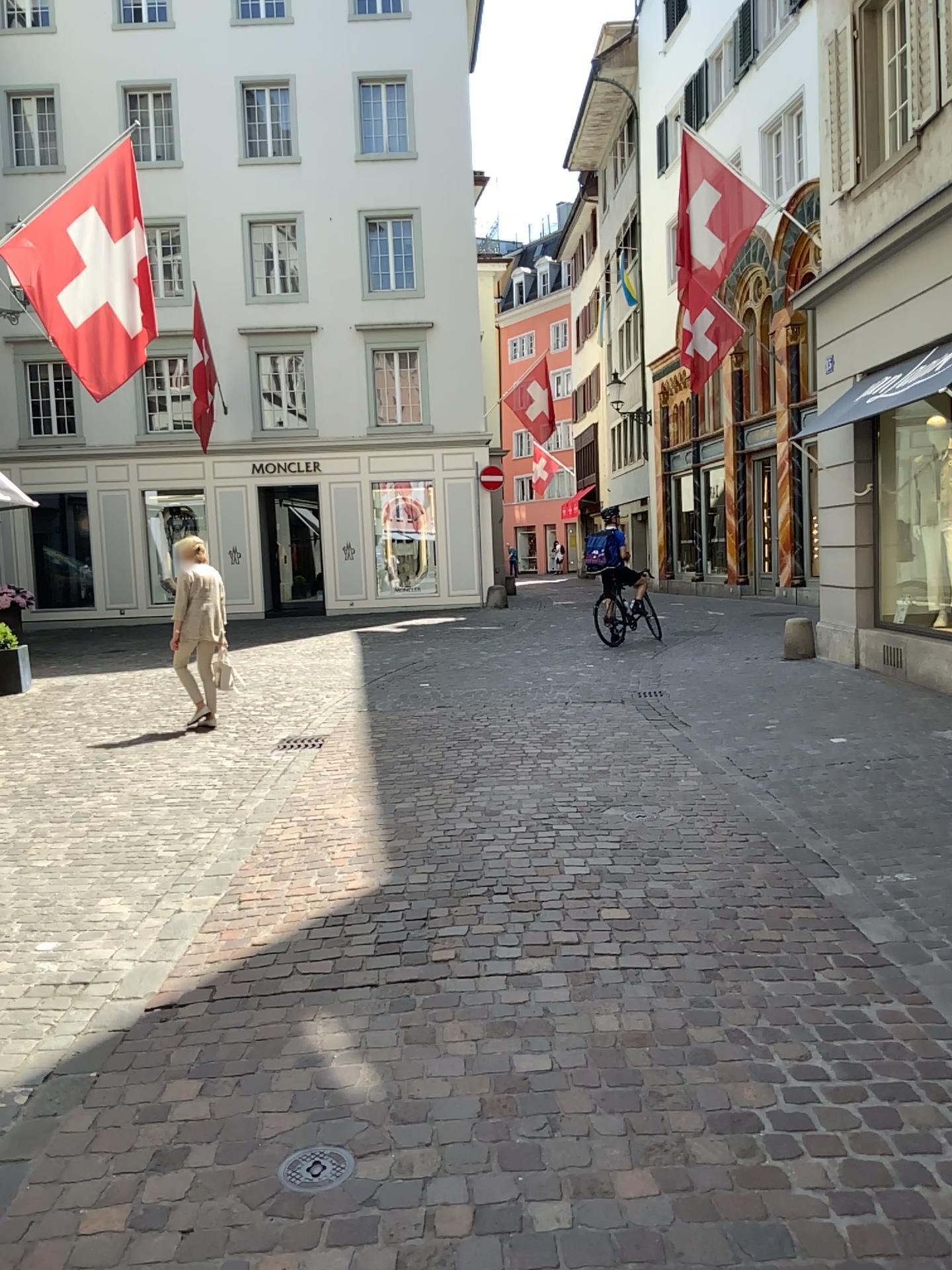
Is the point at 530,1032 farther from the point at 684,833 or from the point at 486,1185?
the point at 684,833

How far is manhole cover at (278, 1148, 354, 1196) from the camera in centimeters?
249cm

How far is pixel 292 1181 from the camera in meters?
2.5 m
